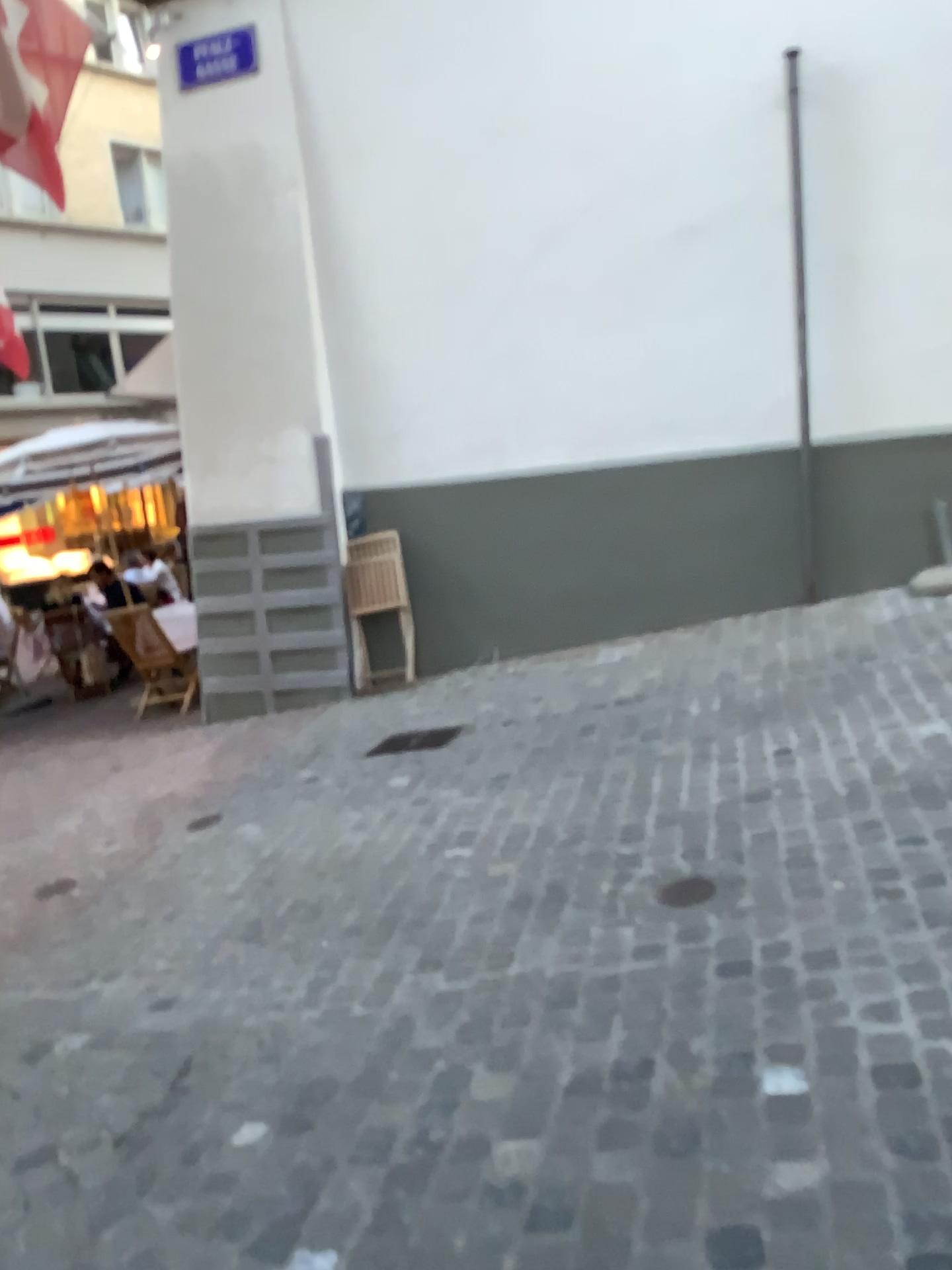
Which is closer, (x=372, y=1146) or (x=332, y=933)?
(x=372, y=1146)

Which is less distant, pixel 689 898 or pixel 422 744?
pixel 689 898

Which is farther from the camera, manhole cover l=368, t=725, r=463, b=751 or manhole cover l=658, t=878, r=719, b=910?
manhole cover l=368, t=725, r=463, b=751
